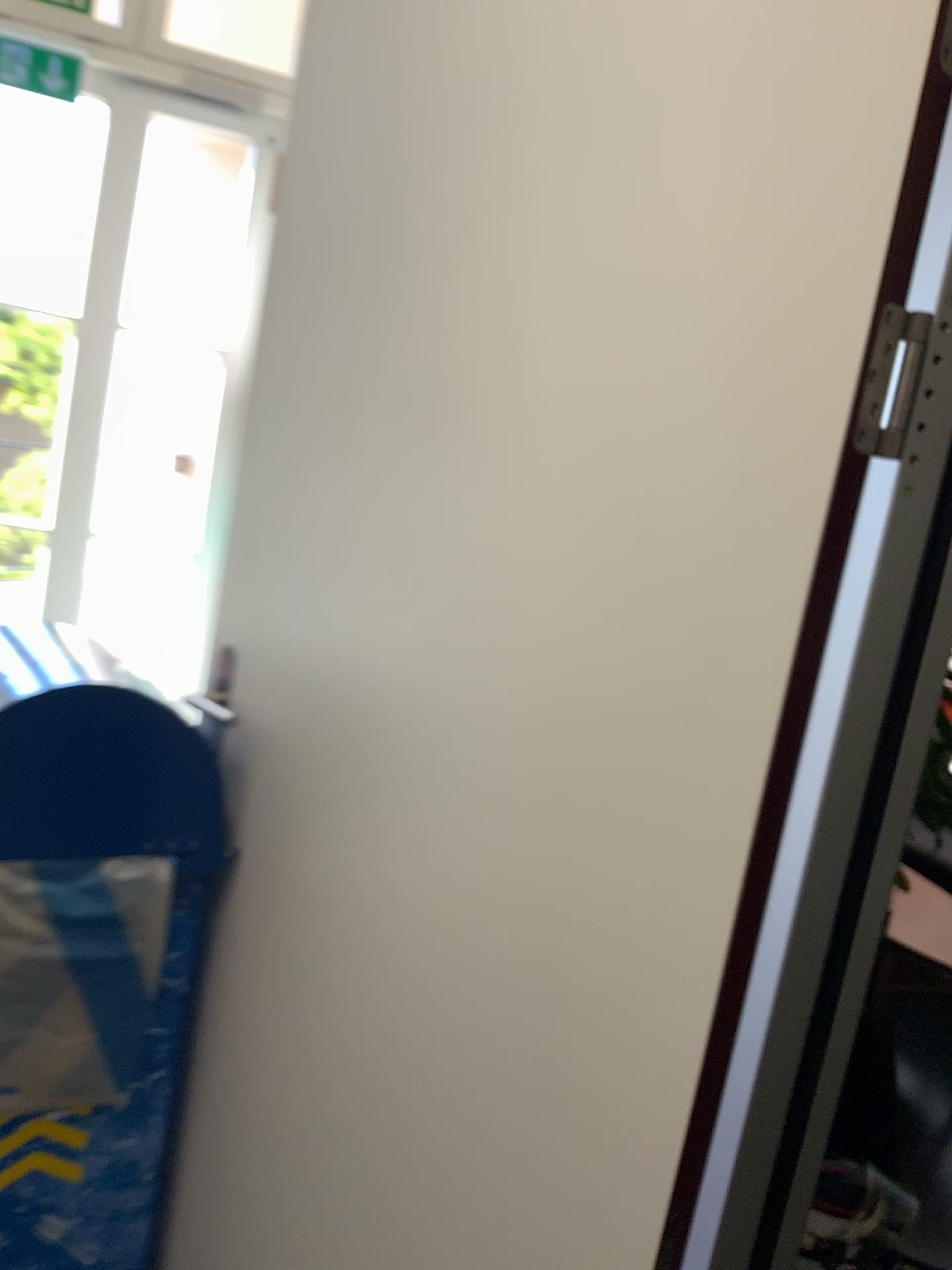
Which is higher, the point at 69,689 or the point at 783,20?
the point at 783,20

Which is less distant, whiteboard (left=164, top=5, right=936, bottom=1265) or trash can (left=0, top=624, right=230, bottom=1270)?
whiteboard (left=164, top=5, right=936, bottom=1265)

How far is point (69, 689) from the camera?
1.34m

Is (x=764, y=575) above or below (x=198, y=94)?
below

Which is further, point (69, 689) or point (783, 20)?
point (69, 689)

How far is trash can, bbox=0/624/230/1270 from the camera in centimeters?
134cm
